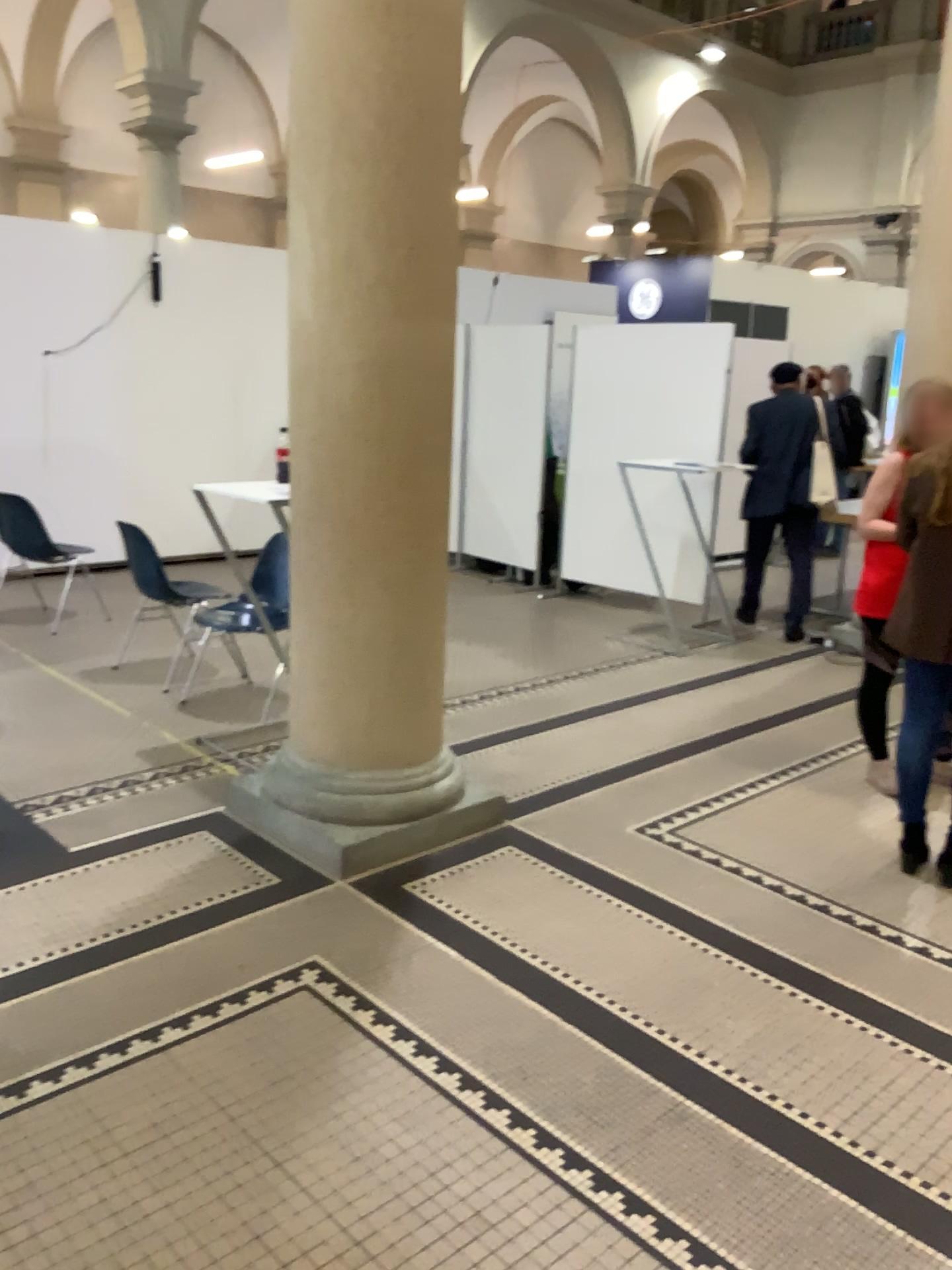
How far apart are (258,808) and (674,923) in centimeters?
142cm
